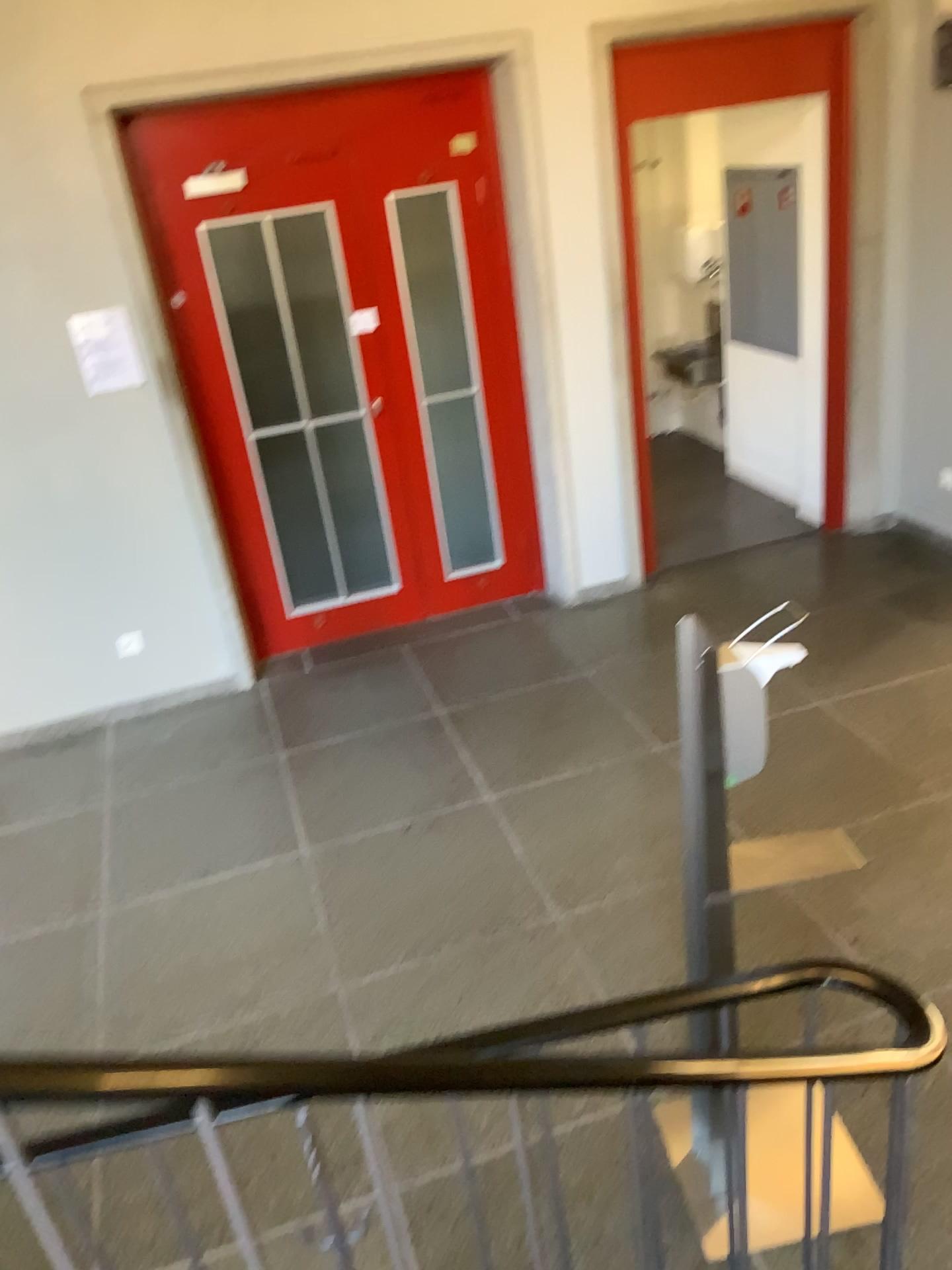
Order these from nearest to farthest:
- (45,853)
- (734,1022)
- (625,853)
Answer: (734,1022) → (625,853) → (45,853)

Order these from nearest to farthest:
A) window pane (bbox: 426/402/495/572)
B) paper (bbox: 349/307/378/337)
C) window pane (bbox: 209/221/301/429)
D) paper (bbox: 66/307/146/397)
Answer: paper (bbox: 66/307/146/397), window pane (bbox: 209/221/301/429), paper (bbox: 349/307/378/337), window pane (bbox: 426/402/495/572)

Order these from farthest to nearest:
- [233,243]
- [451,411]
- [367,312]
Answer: [451,411], [367,312], [233,243]

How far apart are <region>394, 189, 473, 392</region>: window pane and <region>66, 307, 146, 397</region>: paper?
1.22m

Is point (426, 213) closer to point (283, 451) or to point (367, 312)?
point (367, 312)

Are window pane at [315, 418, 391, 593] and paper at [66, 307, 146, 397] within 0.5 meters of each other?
no

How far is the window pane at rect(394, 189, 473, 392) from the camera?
4.5 meters

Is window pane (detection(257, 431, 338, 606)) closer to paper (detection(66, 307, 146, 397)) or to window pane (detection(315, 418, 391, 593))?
window pane (detection(315, 418, 391, 593))

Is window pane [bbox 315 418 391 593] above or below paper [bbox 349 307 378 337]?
below

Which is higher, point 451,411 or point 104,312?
point 104,312
